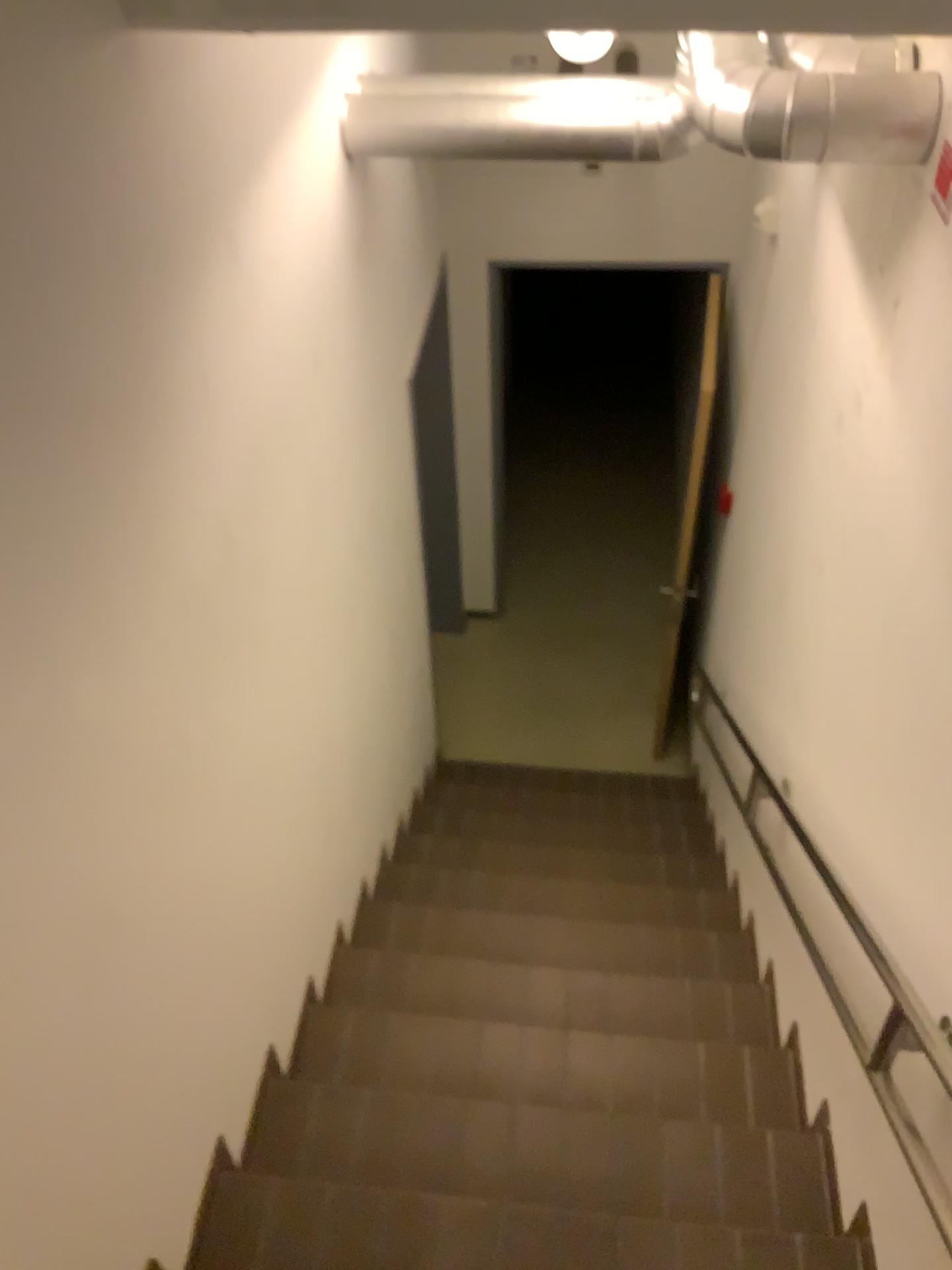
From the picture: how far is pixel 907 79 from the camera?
1.78m

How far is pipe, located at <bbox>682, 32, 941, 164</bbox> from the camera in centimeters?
178cm

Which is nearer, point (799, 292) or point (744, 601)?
point (799, 292)
